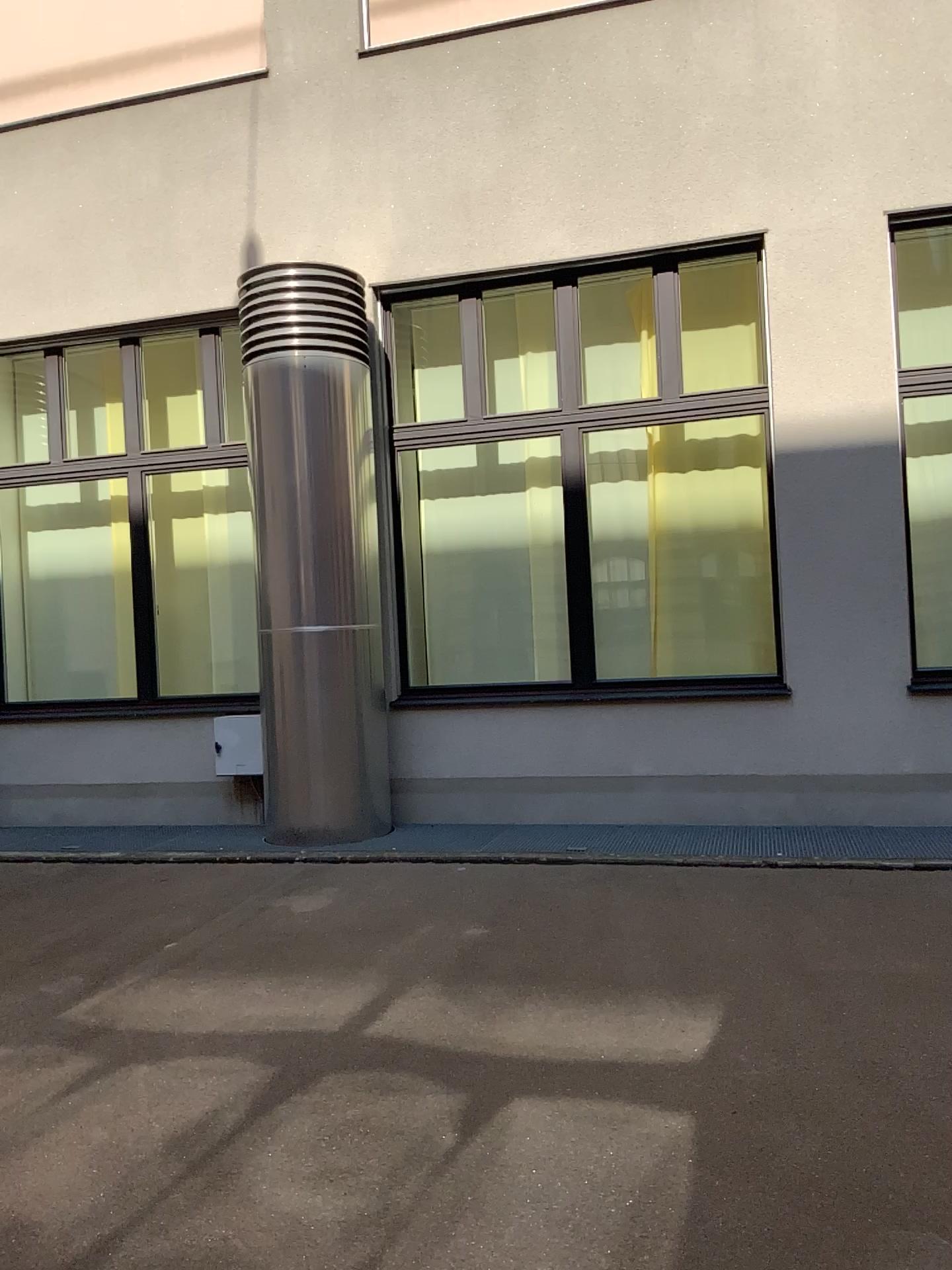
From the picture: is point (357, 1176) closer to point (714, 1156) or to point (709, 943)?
point (714, 1156)
